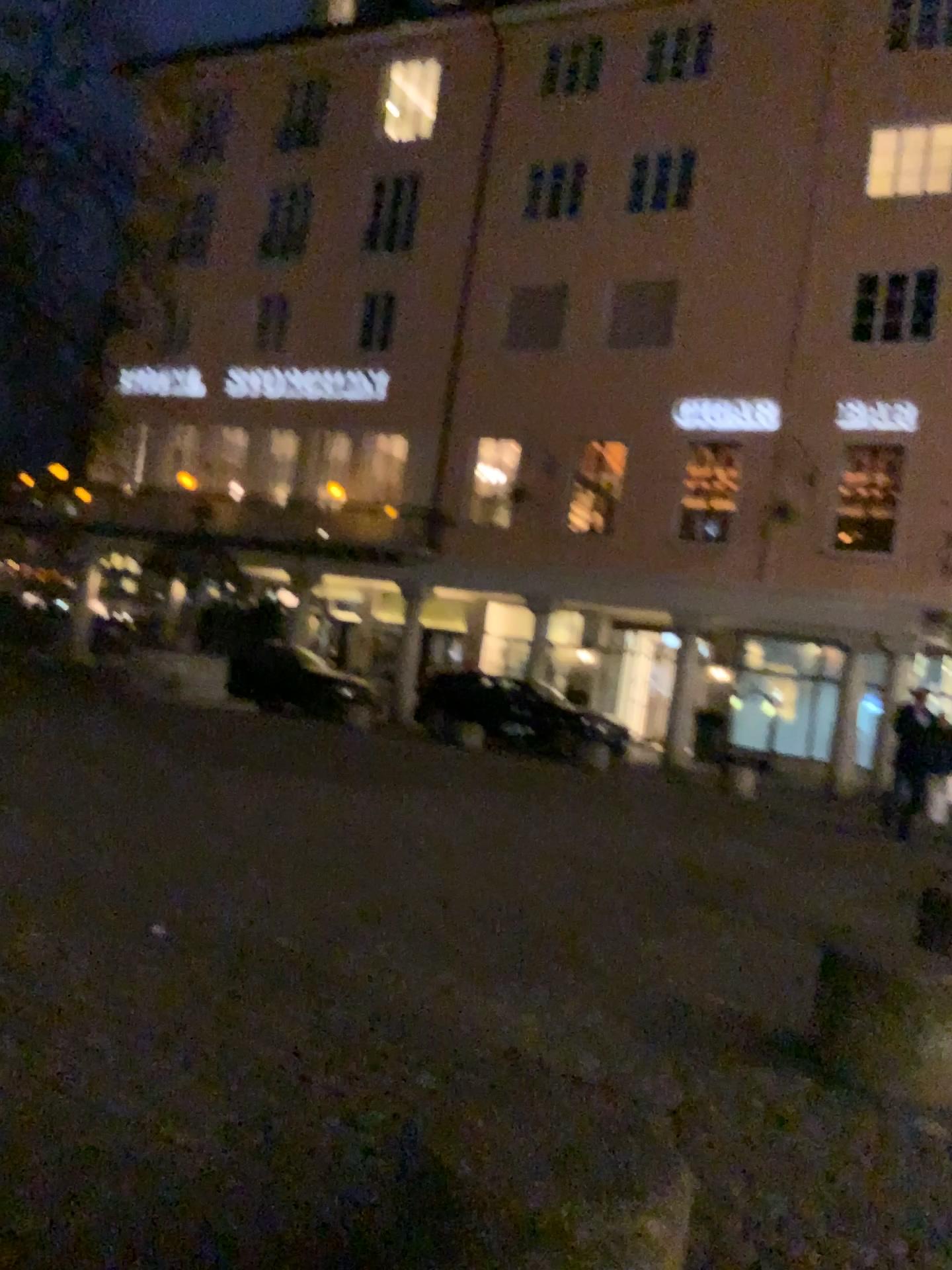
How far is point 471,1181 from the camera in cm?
162
